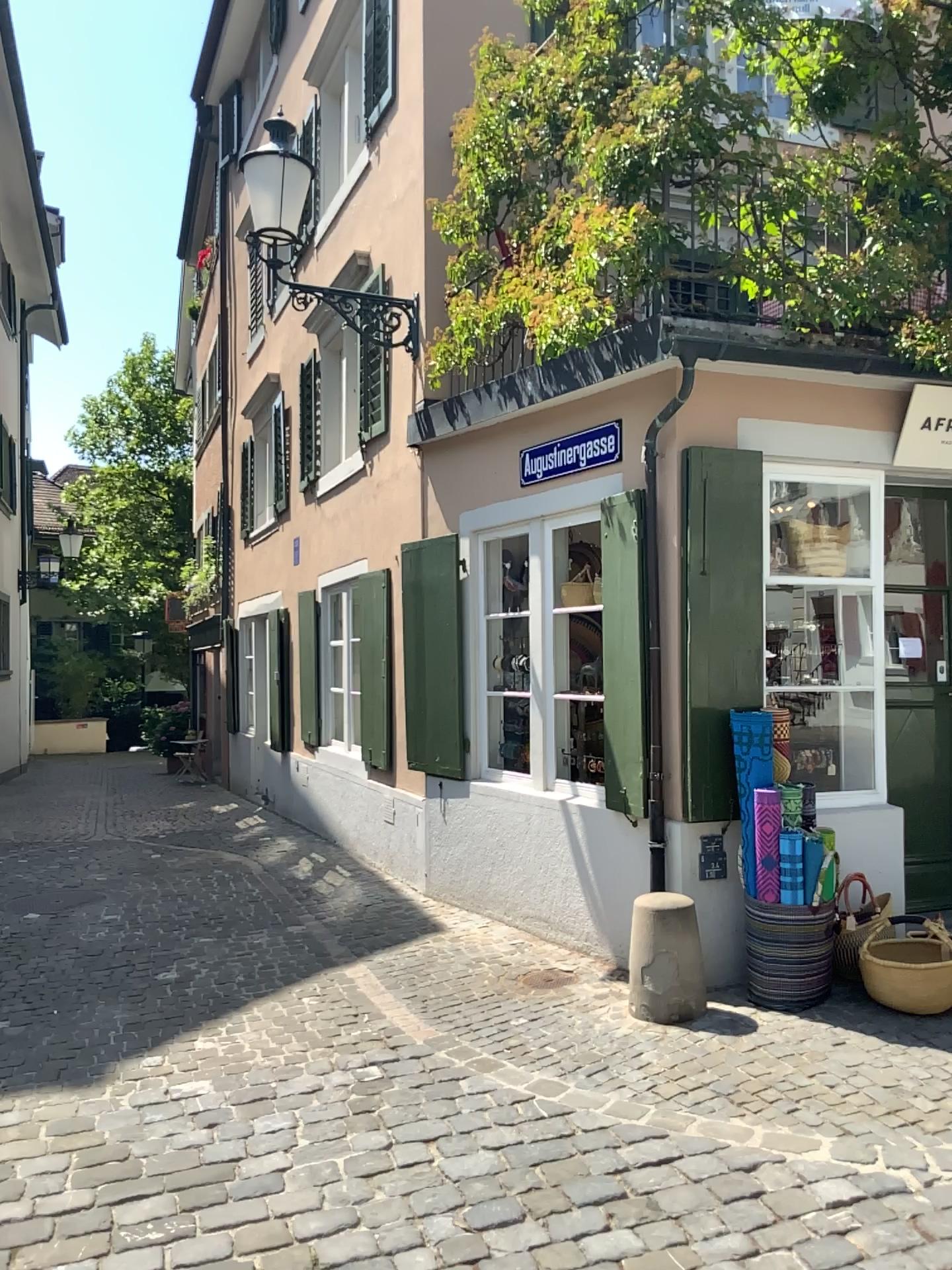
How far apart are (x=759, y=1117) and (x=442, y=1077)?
1.1m

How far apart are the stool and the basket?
0.7m

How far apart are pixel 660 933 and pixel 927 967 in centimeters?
107cm

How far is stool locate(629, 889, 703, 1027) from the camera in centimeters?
436cm

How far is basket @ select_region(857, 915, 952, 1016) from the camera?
4.3 meters

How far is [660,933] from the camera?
4.36m

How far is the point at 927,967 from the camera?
4.3m
